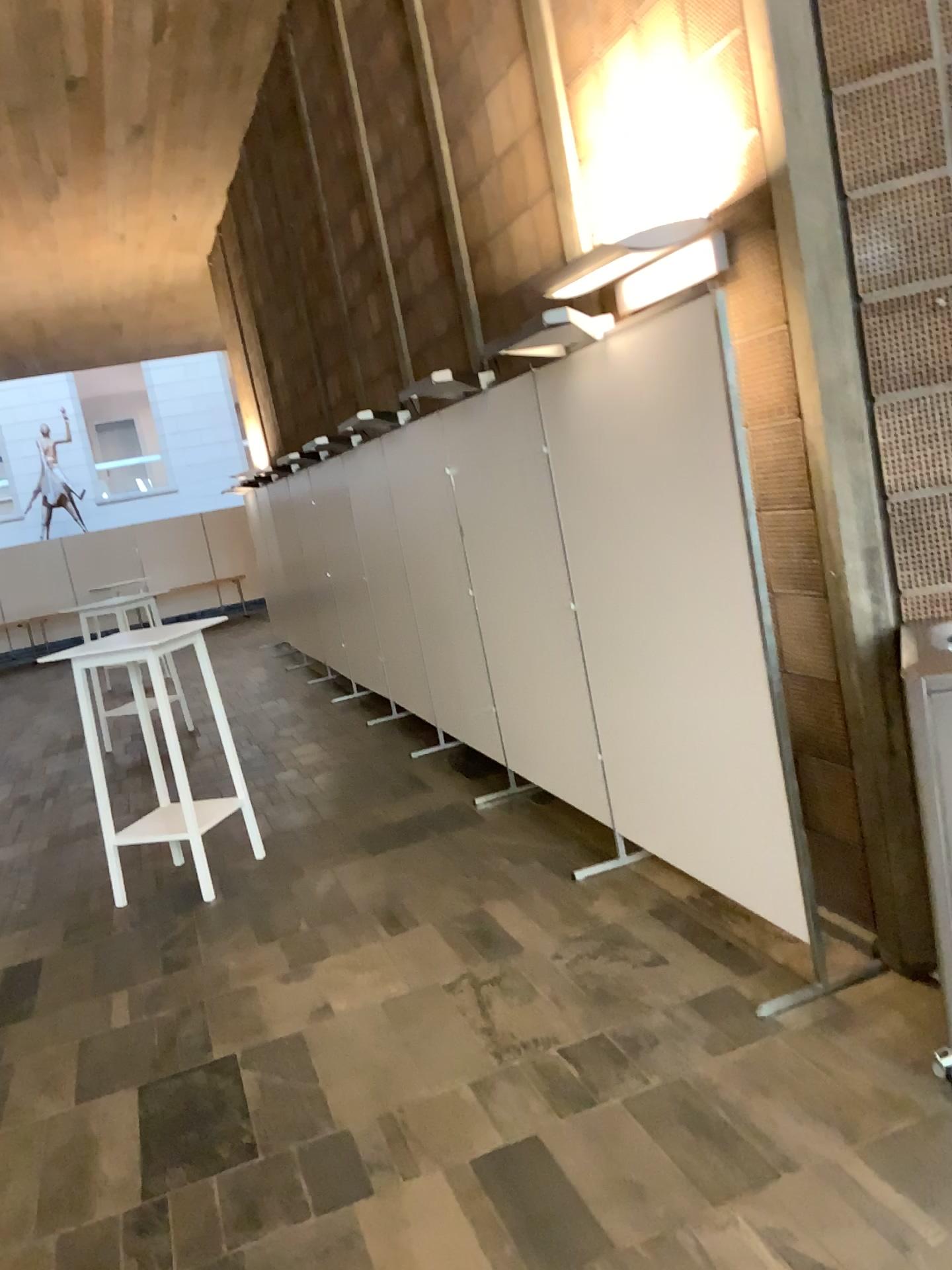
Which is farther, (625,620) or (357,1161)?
(625,620)

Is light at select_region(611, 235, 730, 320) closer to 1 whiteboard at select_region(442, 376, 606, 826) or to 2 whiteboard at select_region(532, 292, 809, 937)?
2 whiteboard at select_region(532, 292, 809, 937)

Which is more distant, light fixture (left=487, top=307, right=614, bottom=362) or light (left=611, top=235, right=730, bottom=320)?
light fixture (left=487, top=307, right=614, bottom=362)

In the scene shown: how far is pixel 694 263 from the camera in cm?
292

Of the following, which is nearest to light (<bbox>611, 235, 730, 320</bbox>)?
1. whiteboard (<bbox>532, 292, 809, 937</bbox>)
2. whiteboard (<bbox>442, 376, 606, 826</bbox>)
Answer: whiteboard (<bbox>532, 292, 809, 937</bbox>)

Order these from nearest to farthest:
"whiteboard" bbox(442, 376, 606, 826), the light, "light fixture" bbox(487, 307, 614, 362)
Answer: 1. the light
2. "light fixture" bbox(487, 307, 614, 362)
3. "whiteboard" bbox(442, 376, 606, 826)

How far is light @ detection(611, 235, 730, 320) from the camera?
2.9m

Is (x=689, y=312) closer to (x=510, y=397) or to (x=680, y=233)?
(x=680, y=233)

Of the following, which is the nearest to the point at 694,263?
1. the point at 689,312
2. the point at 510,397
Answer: the point at 689,312
